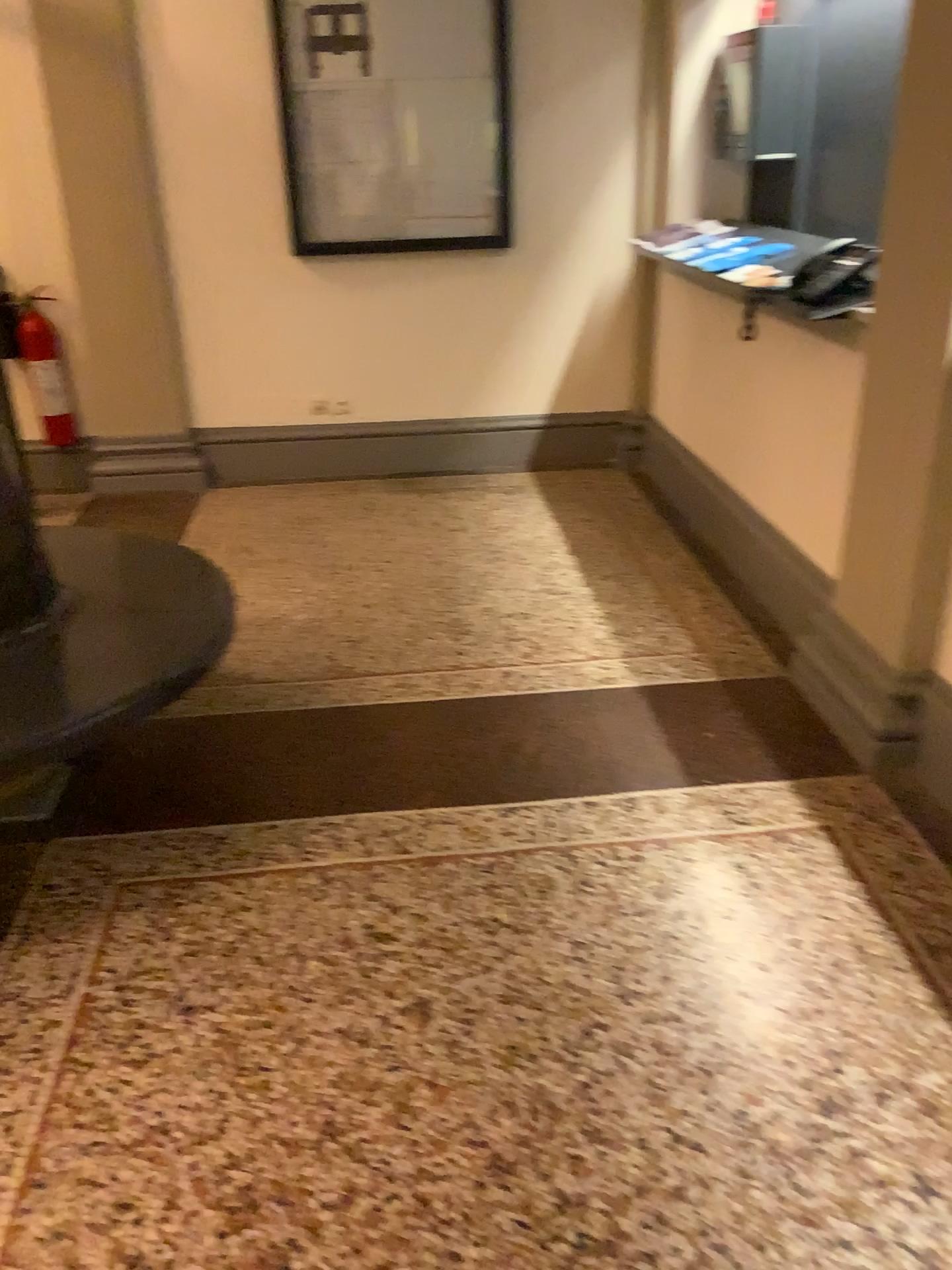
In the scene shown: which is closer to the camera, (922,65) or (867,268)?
(922,65)

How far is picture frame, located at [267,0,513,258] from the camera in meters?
4.3 m

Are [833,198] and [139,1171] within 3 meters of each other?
no

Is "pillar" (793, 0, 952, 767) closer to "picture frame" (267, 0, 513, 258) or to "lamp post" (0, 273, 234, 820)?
"lamp post" (0, 273, 234, 820)

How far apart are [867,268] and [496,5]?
2.3 meters

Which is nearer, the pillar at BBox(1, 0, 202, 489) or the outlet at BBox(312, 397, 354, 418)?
the pillar at BBox(1, 0, 202, 489)

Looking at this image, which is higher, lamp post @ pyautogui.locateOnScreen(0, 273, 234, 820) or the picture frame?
the picture frame

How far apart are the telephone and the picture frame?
1.84m

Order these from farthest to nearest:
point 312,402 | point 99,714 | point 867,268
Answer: point 312,402 → point 867,268 → point 99,714

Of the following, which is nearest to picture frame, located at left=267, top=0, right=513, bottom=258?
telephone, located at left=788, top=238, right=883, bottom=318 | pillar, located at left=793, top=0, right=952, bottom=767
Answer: telephone, located at left=788, top=238, right=883, bottom=318
